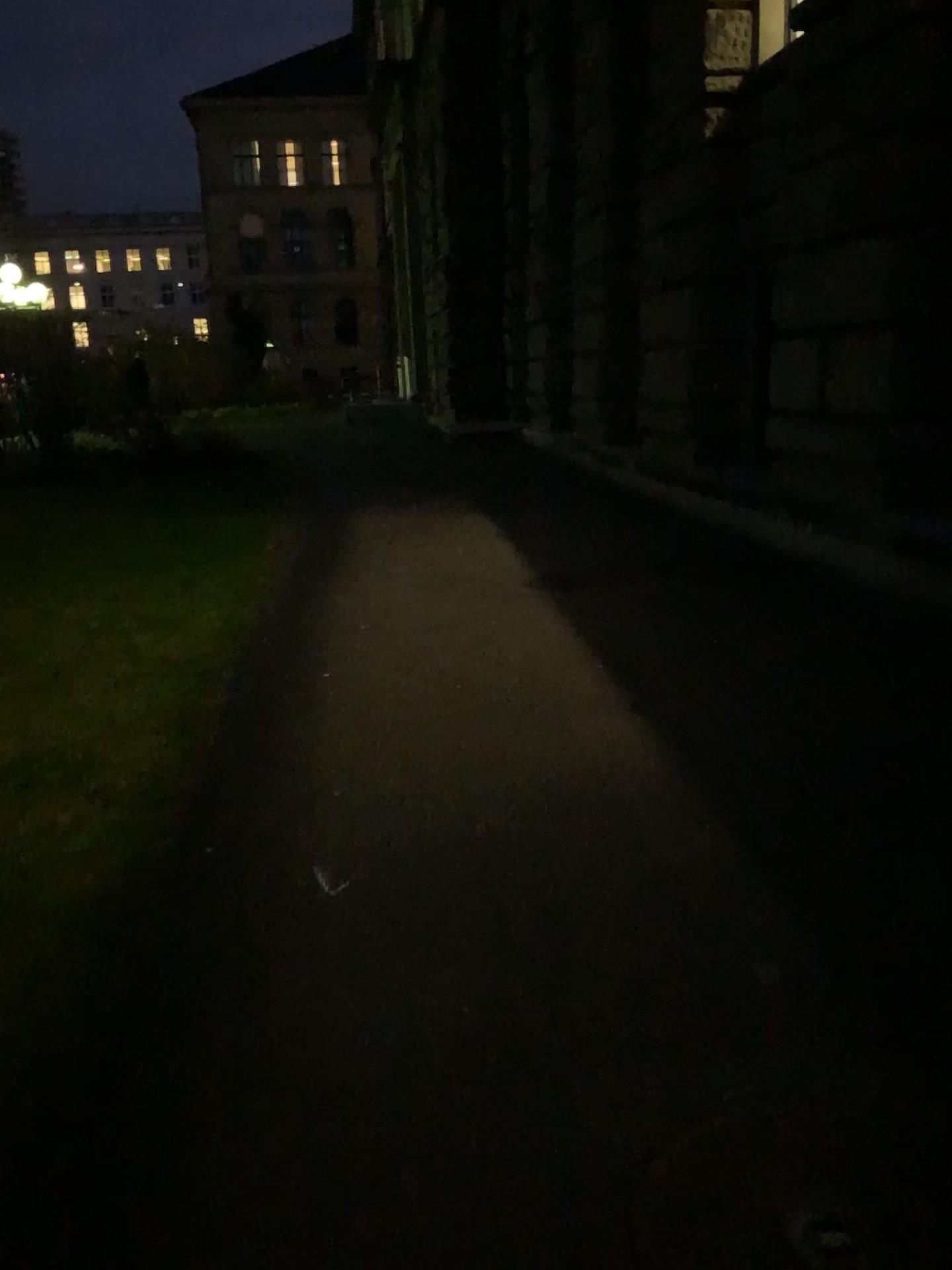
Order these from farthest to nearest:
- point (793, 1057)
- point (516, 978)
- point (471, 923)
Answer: point (471, 923) → point (516, 978) → point (793, 1057)
